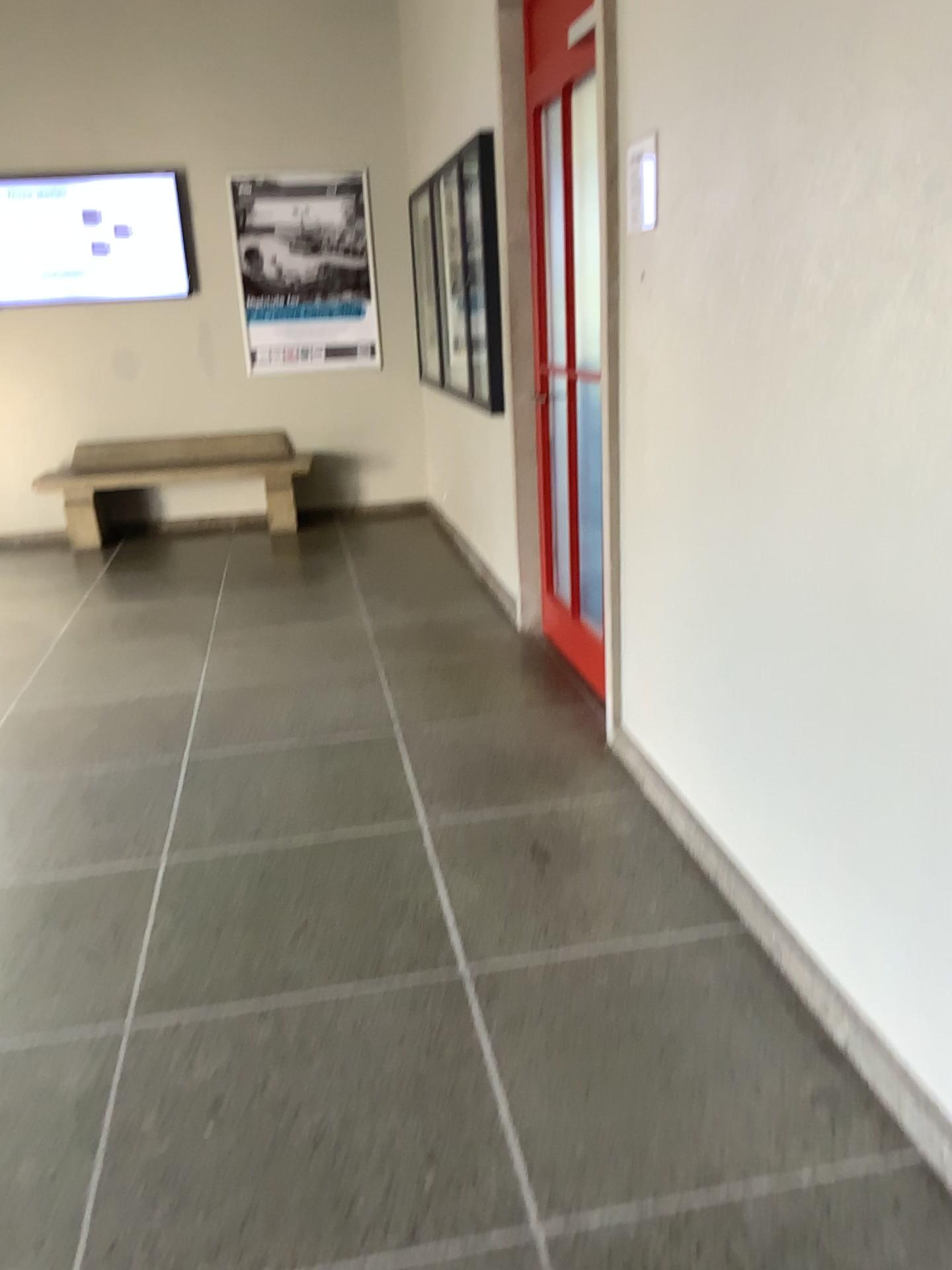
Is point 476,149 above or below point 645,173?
above

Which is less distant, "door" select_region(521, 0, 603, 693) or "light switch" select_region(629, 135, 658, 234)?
"light switch" select_region(629, 135, 658, 234)

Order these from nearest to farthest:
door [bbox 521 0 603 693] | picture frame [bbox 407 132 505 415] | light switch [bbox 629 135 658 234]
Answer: light switch [bbox 629 135 658 234] < door [bbox 521 0 603 693] < picture frame [bbox 407 132 505 415]

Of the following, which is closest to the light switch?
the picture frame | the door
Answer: the door

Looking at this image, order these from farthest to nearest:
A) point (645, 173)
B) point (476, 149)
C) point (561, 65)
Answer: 1. point (476, 149)
2. point (561, 65)
3. point (645, 173)

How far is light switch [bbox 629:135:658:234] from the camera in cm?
254

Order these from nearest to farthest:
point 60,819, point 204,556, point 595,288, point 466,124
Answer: point 60,819
point 595,288
point 466,124
point 204,556

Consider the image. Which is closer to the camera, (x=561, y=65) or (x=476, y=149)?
(x=561, y=65)

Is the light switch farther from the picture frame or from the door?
the picture frame
